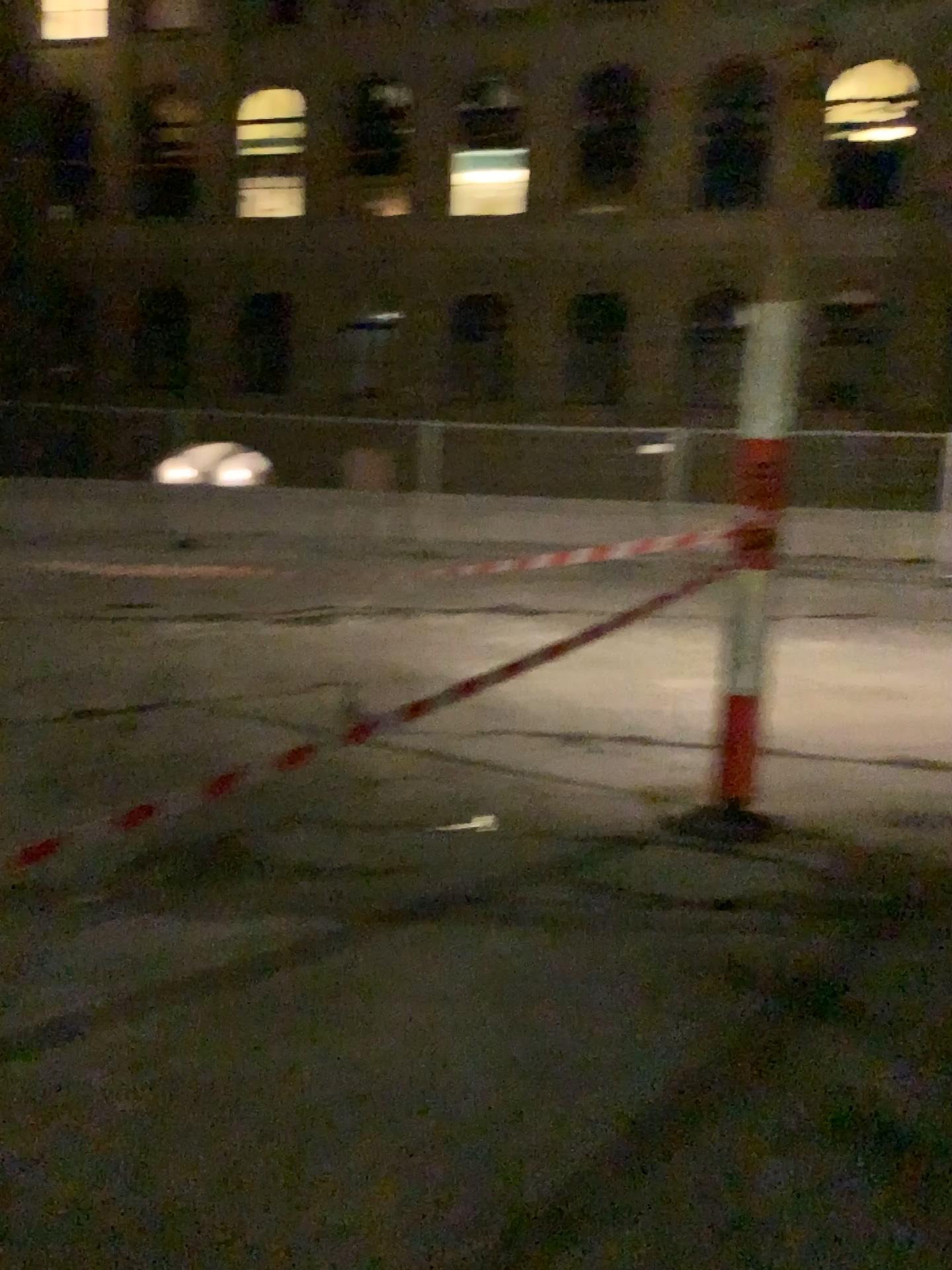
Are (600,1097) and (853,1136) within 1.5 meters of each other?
yes
